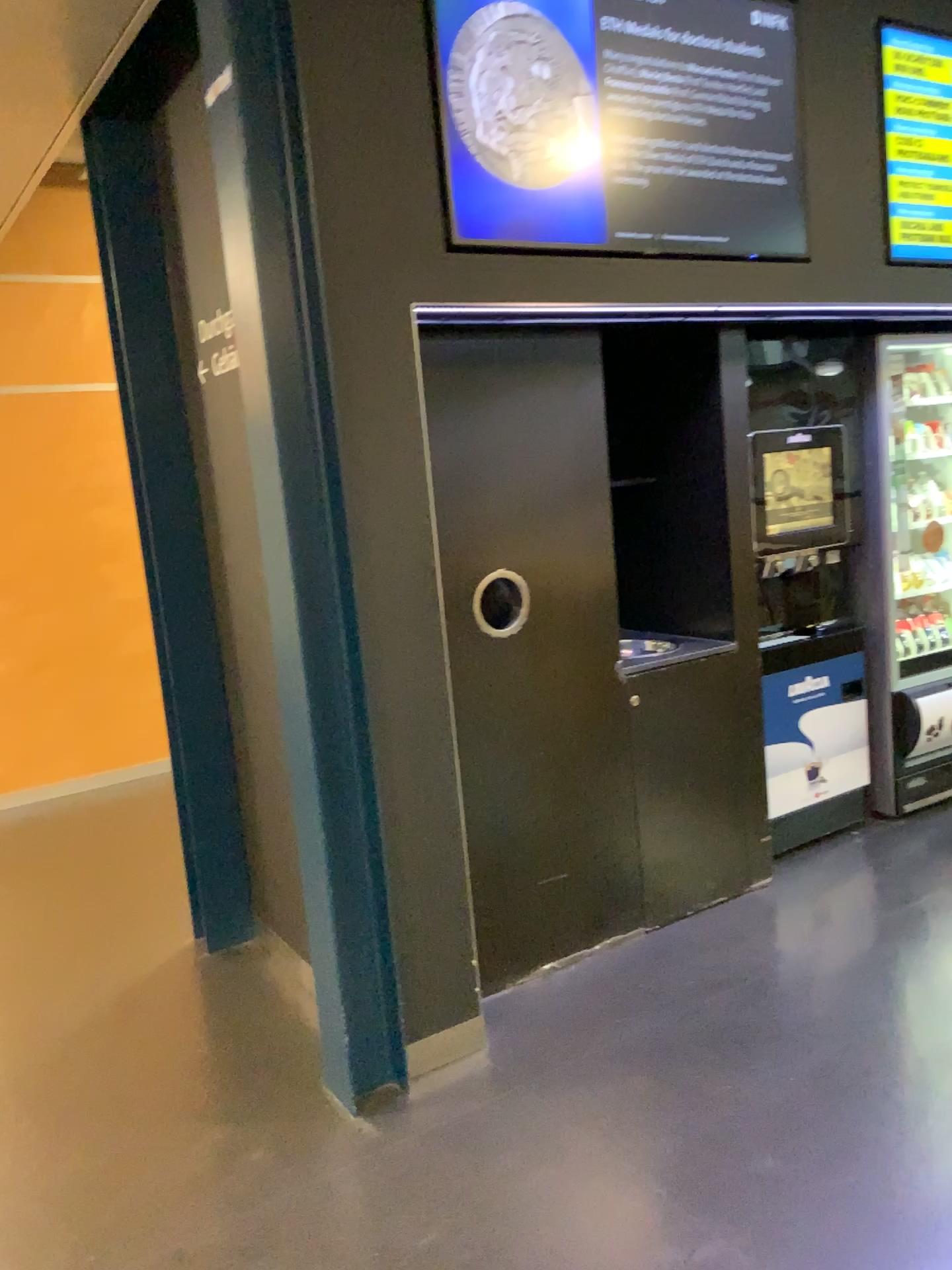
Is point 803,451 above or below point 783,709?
above

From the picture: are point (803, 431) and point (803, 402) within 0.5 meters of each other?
yes

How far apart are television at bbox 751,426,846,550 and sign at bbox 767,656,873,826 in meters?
0.5

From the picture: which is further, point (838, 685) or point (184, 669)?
point (838, 685)

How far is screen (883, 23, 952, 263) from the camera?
3.3 meters

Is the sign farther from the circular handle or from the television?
the circular handle

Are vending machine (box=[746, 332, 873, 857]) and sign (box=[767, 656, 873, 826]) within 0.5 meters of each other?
yes

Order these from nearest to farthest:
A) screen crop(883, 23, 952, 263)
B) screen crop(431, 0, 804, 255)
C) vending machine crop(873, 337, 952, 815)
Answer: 1. screen crop(431, 0, 804, 255)
2. screen crop(883, 23, 952, 263)
3. vending machine crop(873, 337, 952, 815)

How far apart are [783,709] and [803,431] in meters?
1.0 m

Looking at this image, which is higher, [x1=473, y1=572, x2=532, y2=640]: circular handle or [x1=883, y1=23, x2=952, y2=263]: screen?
[x1=883, y1=23, x2=952, y2=263]: screen
